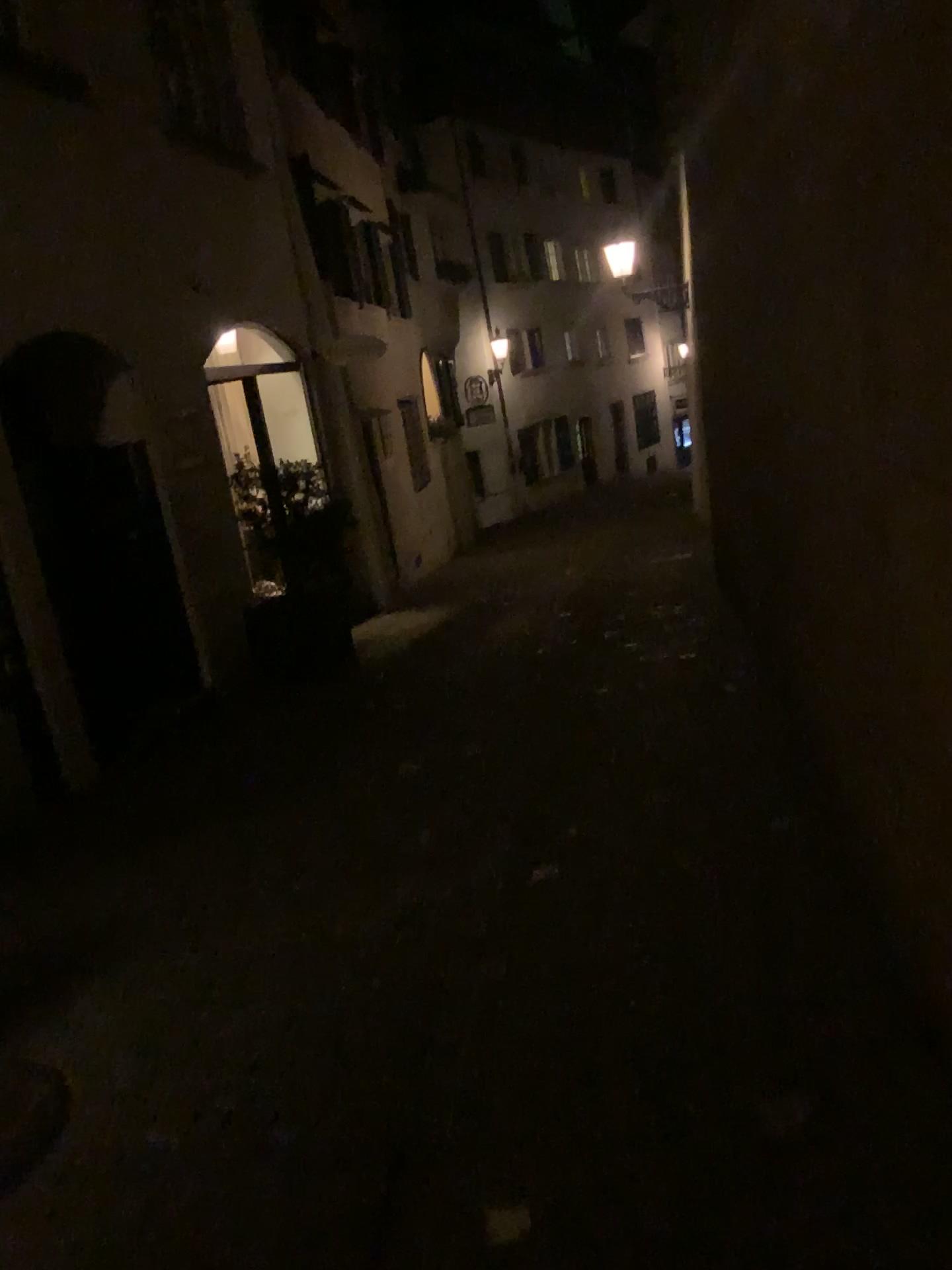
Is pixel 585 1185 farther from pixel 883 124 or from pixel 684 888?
pixel 883 124
